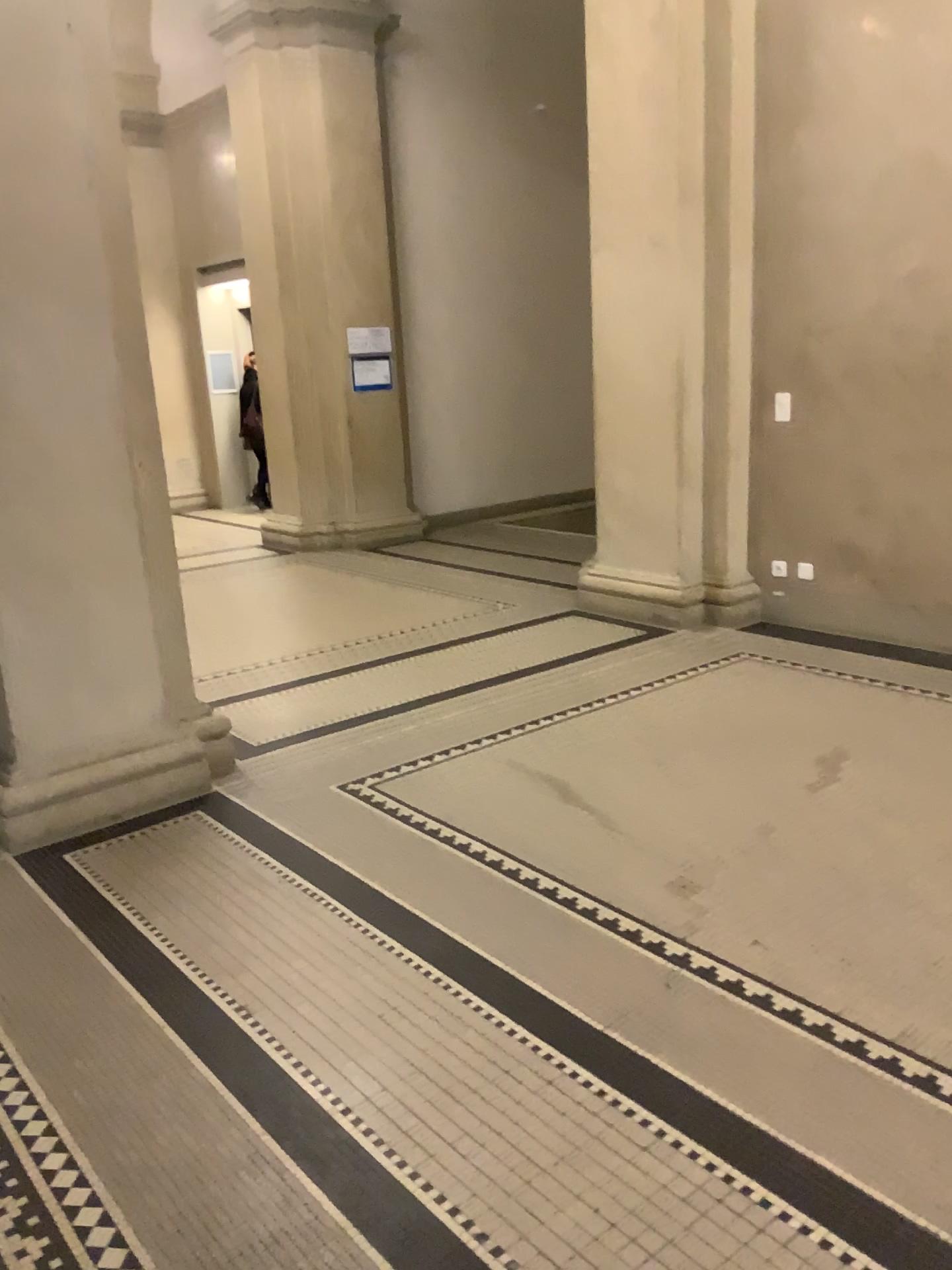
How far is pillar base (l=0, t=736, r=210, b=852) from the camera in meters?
3.5 m

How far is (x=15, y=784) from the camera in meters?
3.5

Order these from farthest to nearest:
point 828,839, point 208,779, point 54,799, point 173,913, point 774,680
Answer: point 774,680 → point 208,779 → point 54,799 → point 828,839 → point 173,913

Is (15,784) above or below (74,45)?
below
